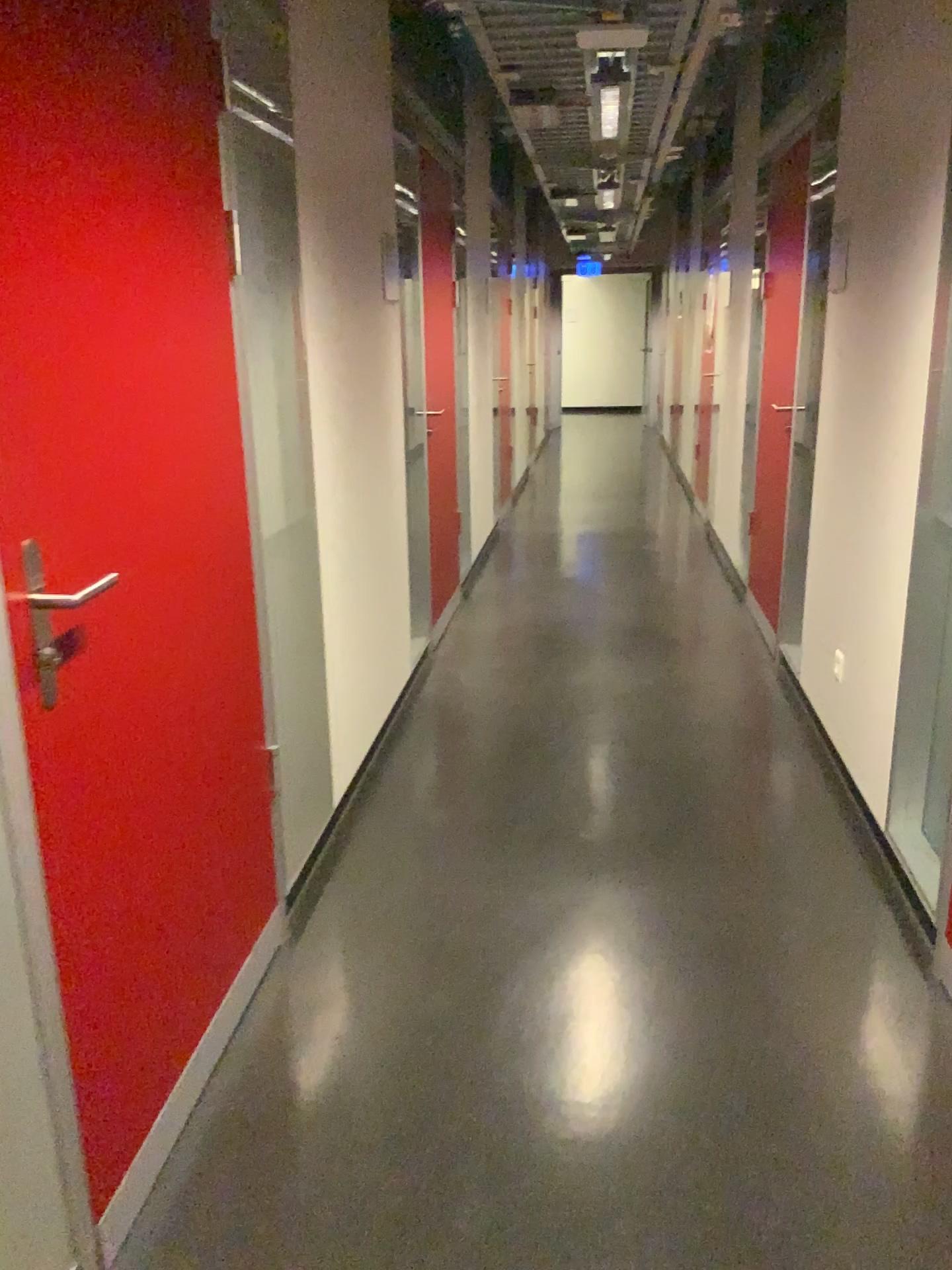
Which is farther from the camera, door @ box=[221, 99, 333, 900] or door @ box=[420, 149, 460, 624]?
door @ box=[420, 149, 460, 624]

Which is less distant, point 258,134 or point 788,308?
point 258,134

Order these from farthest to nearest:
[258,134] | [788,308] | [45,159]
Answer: [788,308] → [258,134] → [45,159]

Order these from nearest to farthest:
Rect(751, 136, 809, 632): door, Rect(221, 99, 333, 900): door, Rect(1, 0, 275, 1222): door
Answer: Rect(1, 0, 275, 1222): door → Rect(221, 99, 333, 900): door → Rect(751, 136, 809, 632): door

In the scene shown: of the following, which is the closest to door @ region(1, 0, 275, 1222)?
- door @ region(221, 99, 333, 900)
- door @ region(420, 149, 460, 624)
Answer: door @ region(221, 99, 333, 900)

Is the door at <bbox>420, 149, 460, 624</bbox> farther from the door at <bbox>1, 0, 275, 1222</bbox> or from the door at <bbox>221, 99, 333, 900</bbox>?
the door at <bbox>1, 0, 275, 1222</bbox>

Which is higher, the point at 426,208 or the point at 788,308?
the point at 426,208

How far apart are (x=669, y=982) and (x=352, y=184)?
2.3 meters

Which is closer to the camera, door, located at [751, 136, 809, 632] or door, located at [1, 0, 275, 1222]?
door, located at [1, 0, 275, 1222]
